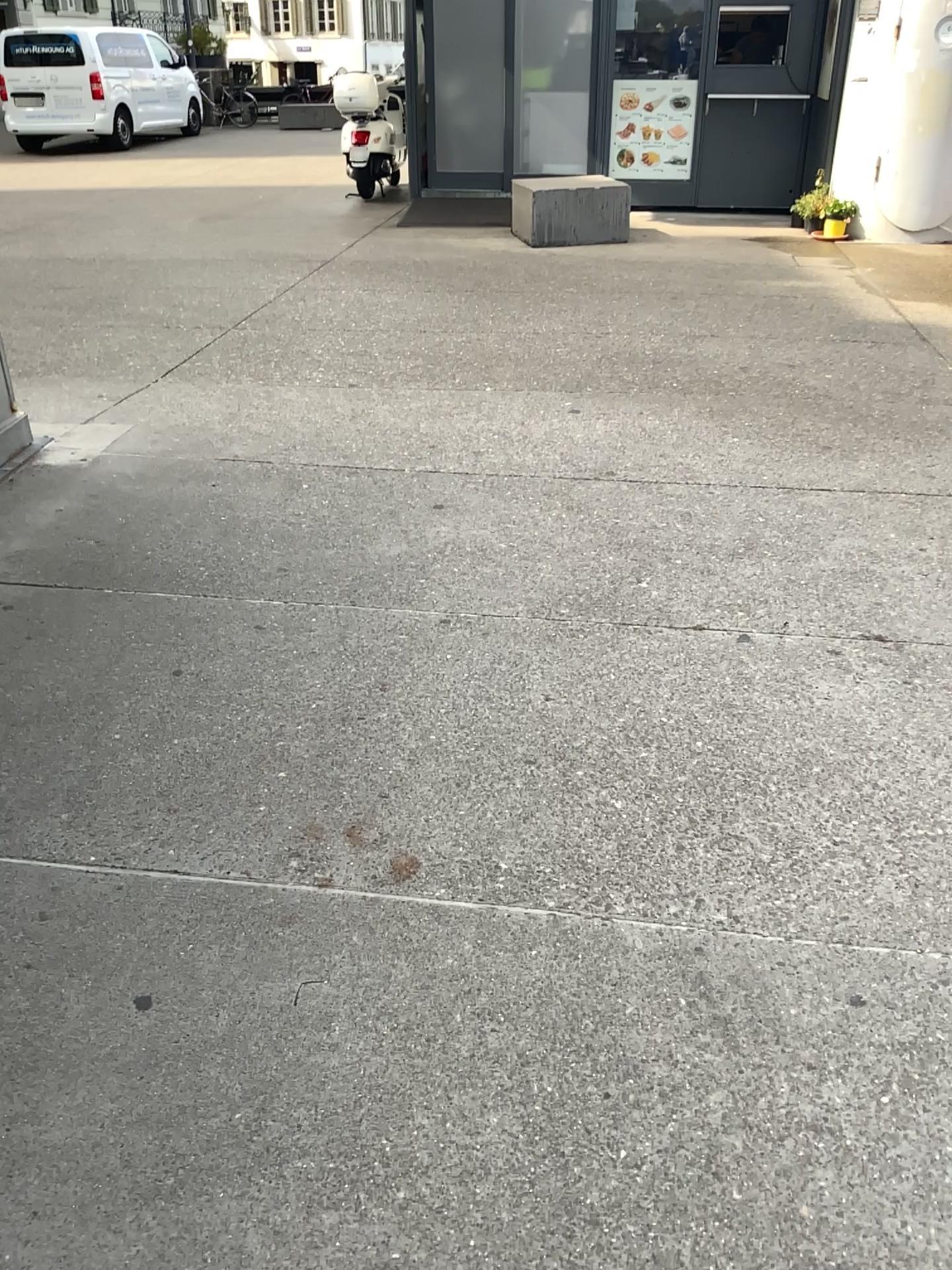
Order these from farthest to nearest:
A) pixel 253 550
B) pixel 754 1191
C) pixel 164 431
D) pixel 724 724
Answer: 1. pixel 164 431
2. pixel 253 550
3. pixel 724 724
4. pixel 754 1191
